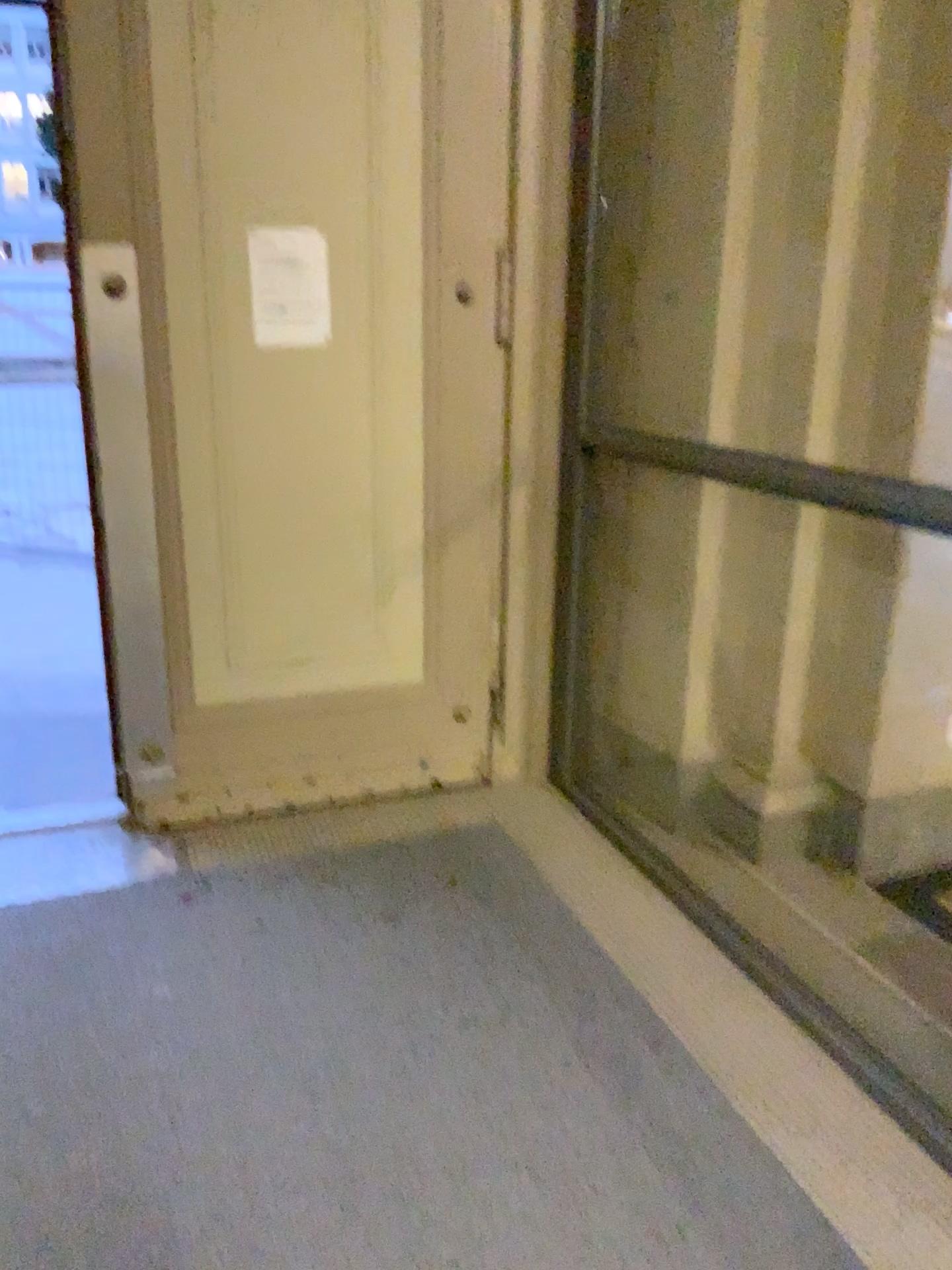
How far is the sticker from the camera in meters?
2.8

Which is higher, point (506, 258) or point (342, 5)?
point (342, 5)

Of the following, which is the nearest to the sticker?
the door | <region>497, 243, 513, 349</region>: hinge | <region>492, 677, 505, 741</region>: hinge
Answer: the door

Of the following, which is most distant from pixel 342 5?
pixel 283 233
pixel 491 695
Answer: pixel 491 695

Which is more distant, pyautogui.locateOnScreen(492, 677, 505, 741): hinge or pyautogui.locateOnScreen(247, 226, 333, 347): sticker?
pyautogui.locateOnScreen(492, 677, 505, 741): hinge

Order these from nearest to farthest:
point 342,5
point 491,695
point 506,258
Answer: point 342,5 → point 506,258 → point 491,695

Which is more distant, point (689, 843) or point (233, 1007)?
point (689, 843)

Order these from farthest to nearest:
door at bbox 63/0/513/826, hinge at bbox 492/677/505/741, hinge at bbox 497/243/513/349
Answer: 1. hinge at bbox 492/677/505/741
2. hinge at bbox 497/243/513/349
3. door at bbox 63/0/513/826

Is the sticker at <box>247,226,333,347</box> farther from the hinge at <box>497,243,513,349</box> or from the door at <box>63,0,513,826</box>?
the hinge at <box>497,243,513,349</box>

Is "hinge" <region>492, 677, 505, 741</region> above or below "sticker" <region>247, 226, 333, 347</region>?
below
